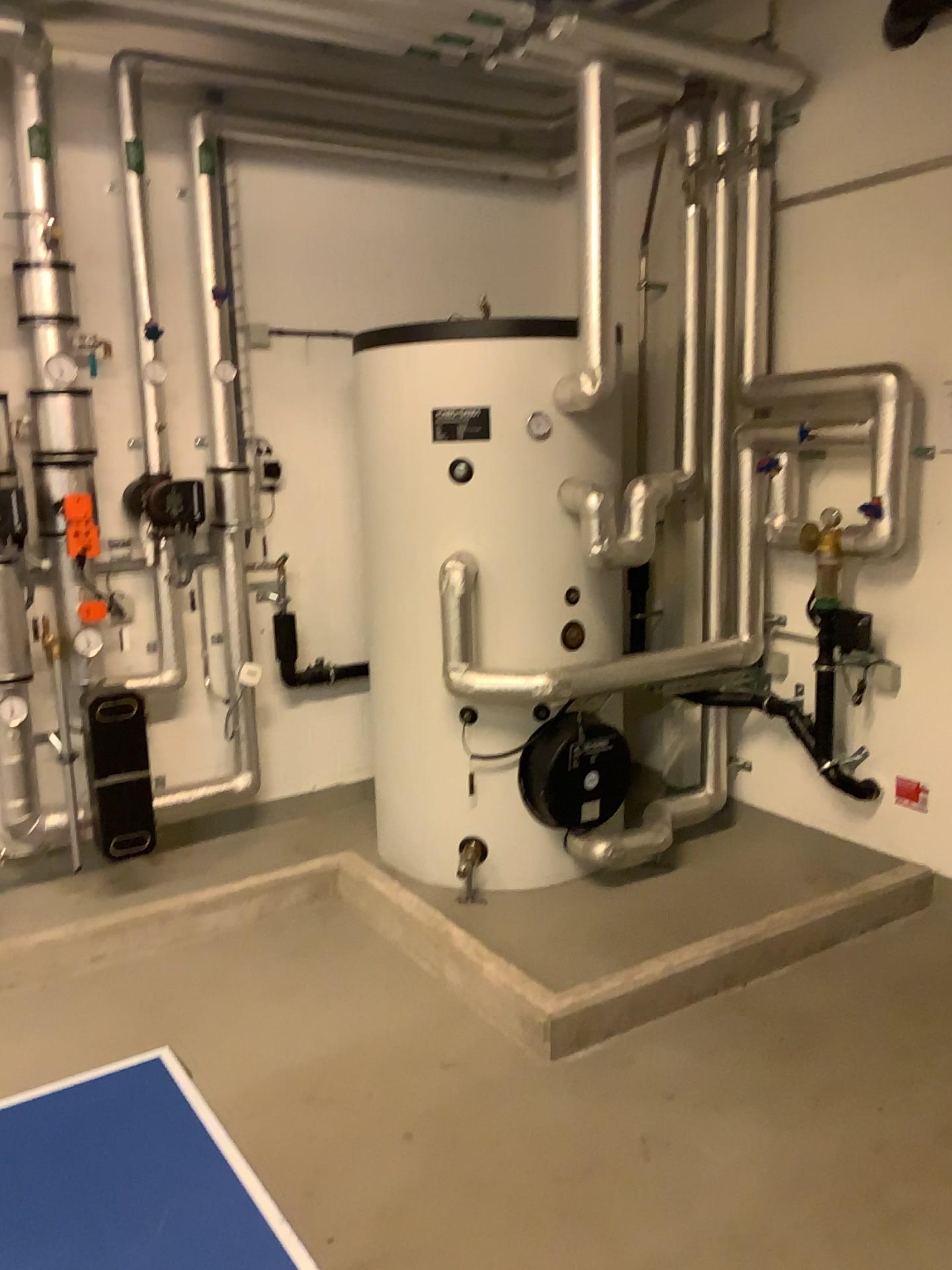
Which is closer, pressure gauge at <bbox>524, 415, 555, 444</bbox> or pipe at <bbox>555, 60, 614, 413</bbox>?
pressure gauge at <bbox>524, 415, 555, 444</bbox>

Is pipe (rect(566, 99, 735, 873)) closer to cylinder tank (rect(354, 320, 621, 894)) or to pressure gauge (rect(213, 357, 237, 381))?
cylinder tank (rect(354, 320, 621, 894))

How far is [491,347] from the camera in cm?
349

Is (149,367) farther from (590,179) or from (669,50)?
(669,50)

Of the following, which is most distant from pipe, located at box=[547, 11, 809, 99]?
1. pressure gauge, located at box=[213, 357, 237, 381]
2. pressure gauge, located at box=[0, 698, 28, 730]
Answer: pressure gauge, located at box=[0, 698, 28, 730]

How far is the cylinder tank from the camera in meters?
3.5 m

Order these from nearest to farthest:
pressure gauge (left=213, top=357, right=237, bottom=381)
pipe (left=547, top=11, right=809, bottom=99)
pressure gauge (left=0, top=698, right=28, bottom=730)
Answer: pipe (left=547, top=11, right=809, bottom=99)
pressure gauge (left=0, top=698, right=28, bottom=730)
pressure gauge (left=213, top=357, right=237, bottom=381)

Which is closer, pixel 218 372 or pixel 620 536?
pixel 620 536

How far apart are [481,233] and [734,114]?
1.3 meters

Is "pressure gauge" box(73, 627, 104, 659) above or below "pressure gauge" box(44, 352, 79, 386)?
below
